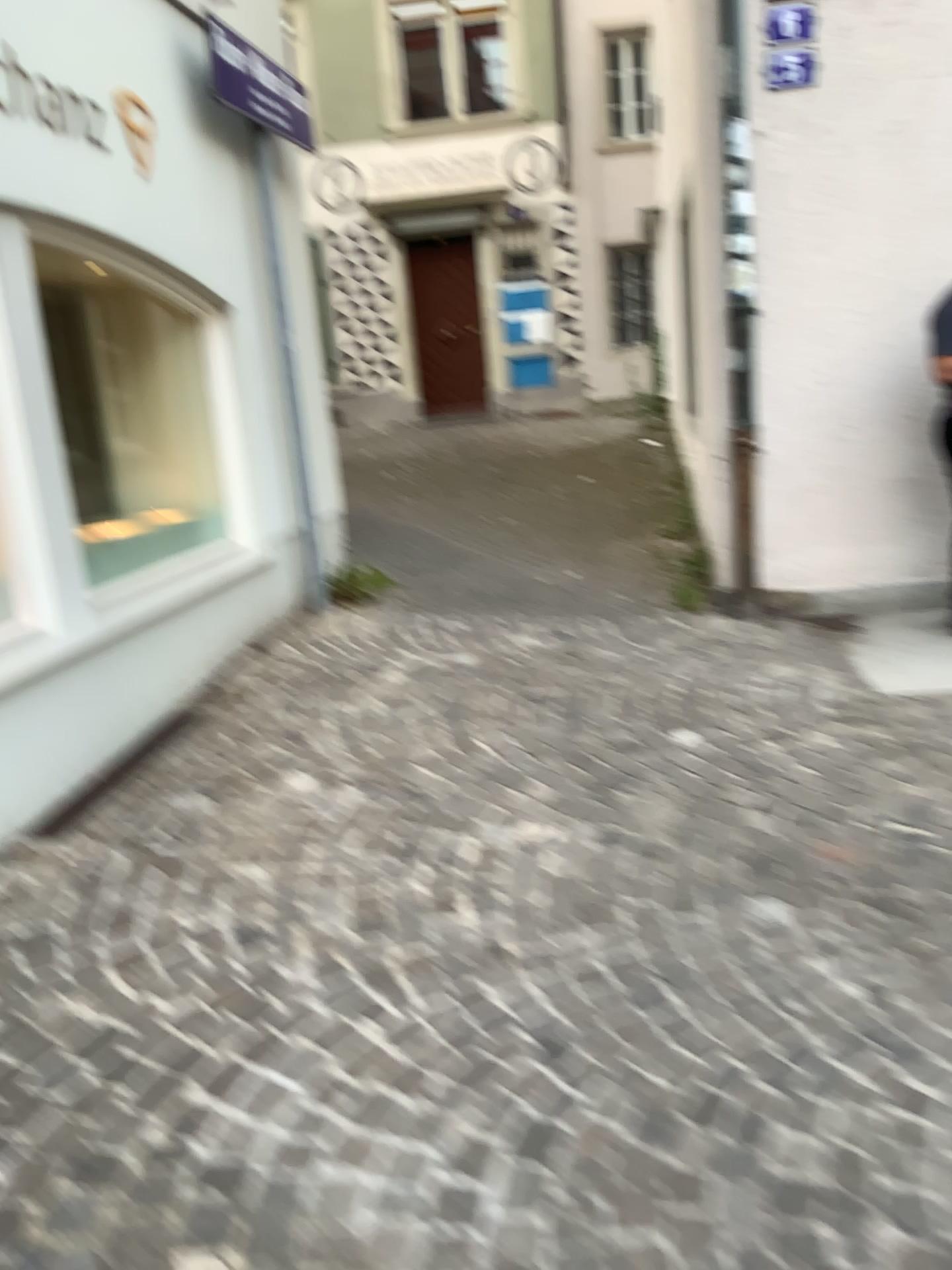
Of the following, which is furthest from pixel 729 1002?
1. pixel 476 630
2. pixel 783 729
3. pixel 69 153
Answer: pixel 69 153
